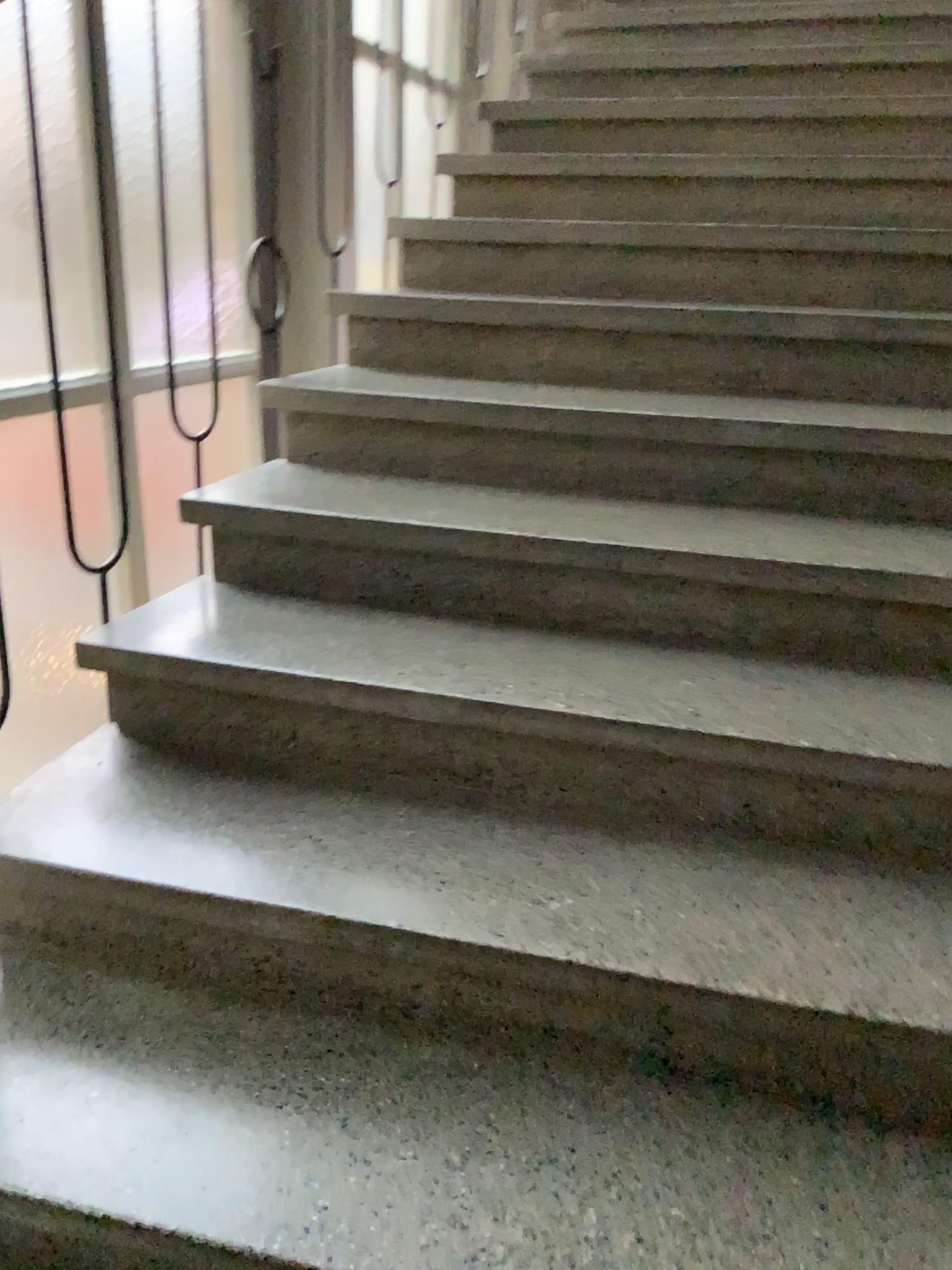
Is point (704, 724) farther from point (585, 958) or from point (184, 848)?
point (184, 848)
